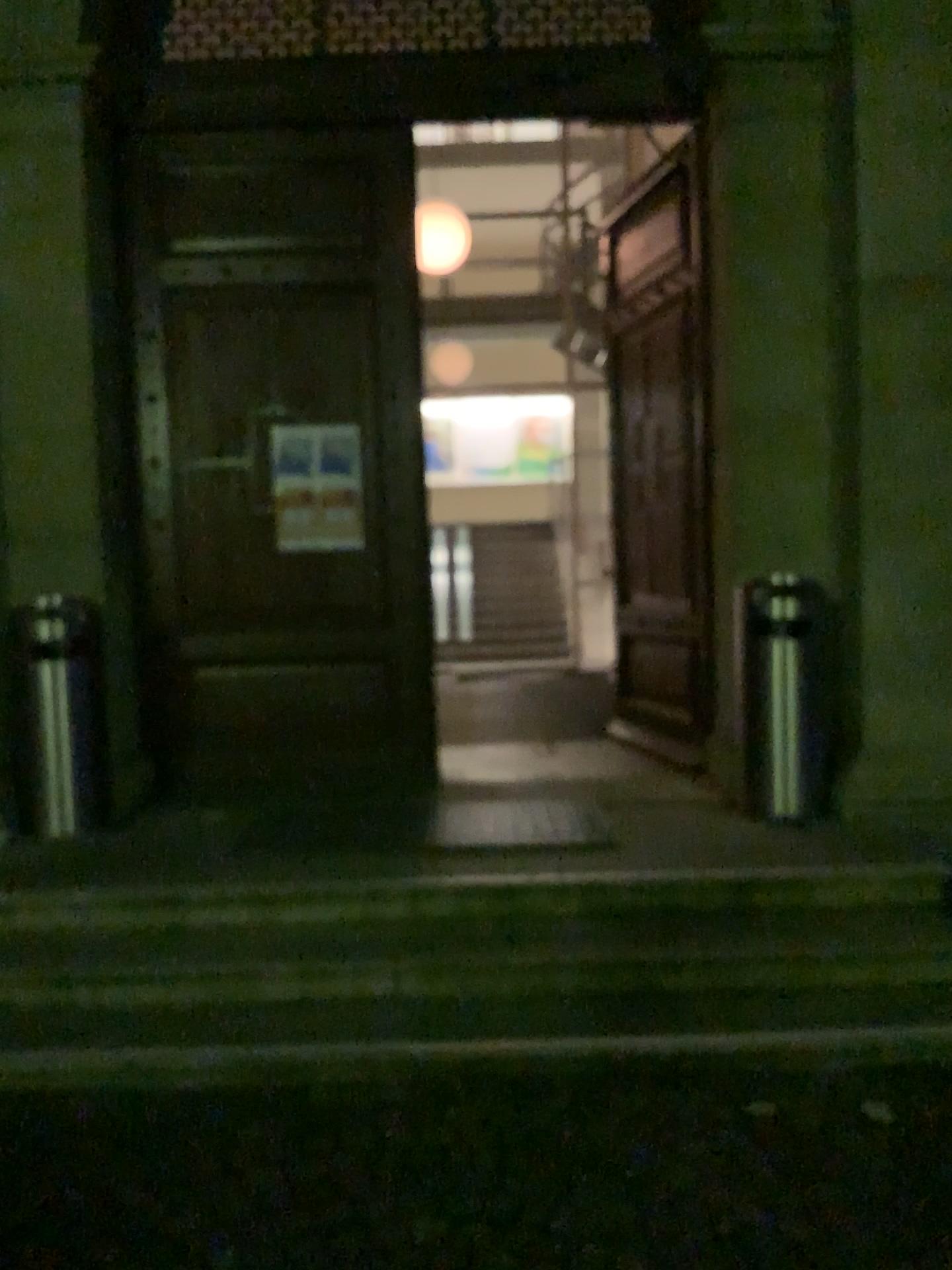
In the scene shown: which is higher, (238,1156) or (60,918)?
(60,918)

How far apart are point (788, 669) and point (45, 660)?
3.1 meters

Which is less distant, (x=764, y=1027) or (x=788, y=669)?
(x=764, y=1027)

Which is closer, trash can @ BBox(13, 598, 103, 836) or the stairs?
the stairs

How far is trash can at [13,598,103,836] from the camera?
4.6 meters

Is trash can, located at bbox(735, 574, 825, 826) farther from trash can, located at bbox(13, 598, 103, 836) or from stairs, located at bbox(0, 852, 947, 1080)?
trash can, located at bbox(13, 598, 103, 836)

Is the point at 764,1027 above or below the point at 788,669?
below

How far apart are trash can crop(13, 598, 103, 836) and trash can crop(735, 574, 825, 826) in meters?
2.9 m

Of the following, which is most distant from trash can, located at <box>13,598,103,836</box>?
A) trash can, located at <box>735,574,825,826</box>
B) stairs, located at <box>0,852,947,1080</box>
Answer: trash can, located at <box>735,574,825,826</box>
